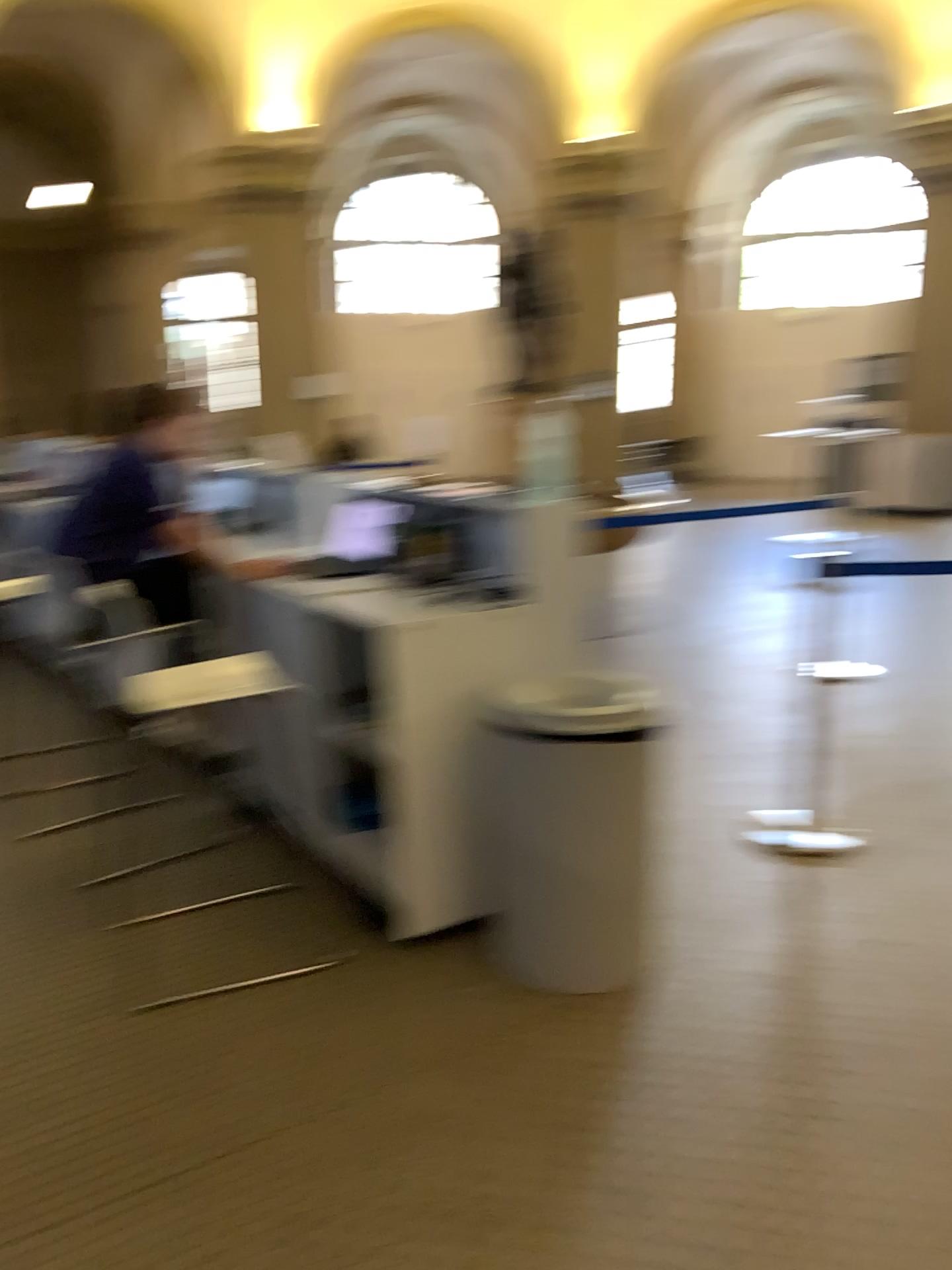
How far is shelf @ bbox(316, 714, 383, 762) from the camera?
3.2 meters

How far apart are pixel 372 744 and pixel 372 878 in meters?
0.4 m

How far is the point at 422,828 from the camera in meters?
2.8 m

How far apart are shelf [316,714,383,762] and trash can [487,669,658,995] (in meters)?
0.49

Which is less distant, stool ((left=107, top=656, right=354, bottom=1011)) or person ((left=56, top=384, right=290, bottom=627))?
stool ((left=107, top=656, right=354, bottom=1011))

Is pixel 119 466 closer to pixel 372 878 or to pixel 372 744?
pixel 372 744

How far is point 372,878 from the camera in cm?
312

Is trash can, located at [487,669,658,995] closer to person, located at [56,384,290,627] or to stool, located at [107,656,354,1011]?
stool, located at [107,656,354,1011]

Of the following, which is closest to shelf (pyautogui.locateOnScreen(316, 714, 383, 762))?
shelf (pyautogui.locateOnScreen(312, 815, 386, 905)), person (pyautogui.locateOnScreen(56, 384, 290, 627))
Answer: shelf (pyautogui.locateOnScreen(312, 815, 386, 905))

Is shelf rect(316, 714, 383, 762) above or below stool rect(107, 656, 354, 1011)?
below
